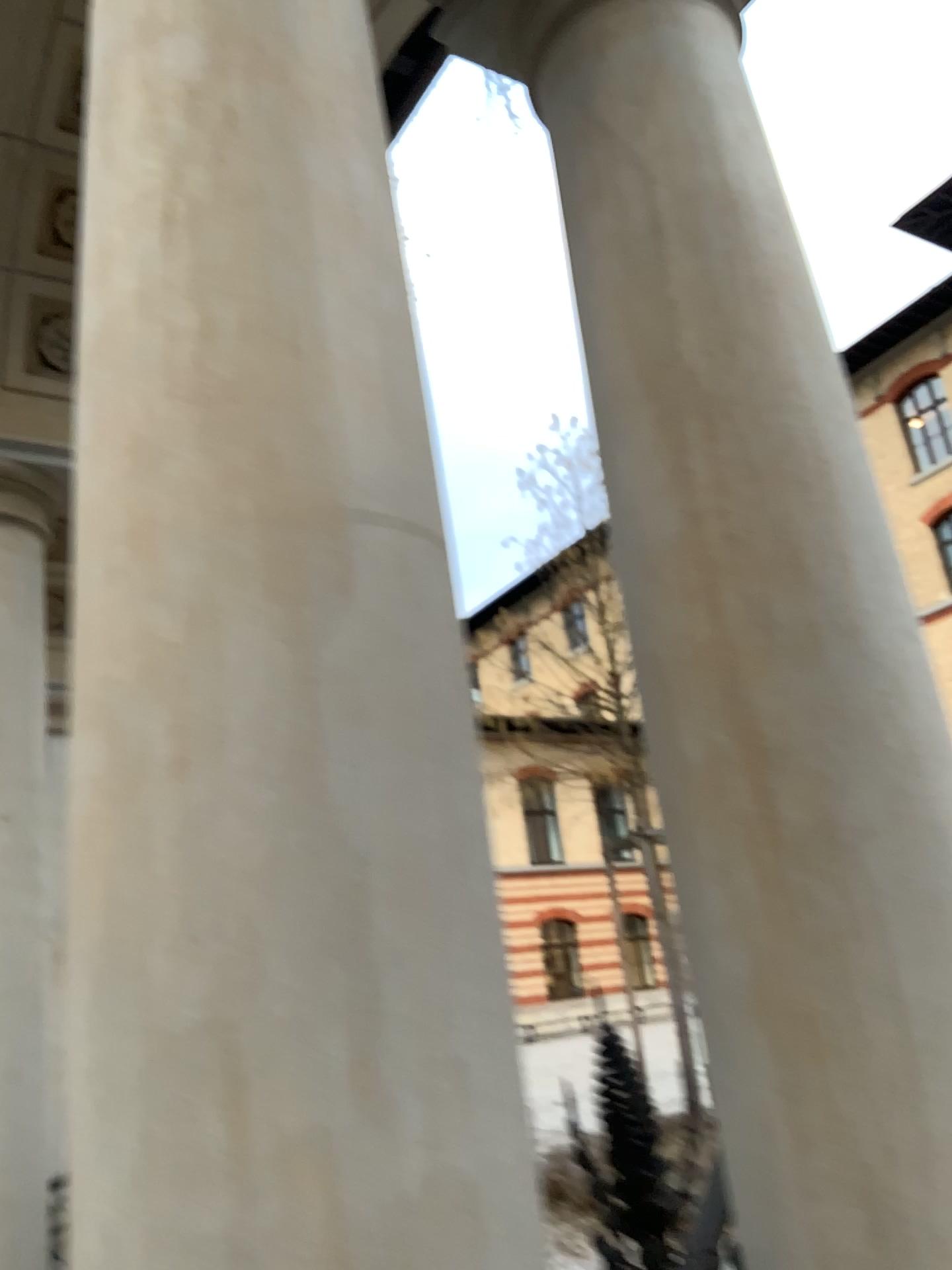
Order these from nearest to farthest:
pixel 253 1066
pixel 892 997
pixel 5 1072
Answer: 1. pixel 253 1066
2. pixel 892 997
3. pixel 5 1072

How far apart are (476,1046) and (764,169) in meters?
1.3 m

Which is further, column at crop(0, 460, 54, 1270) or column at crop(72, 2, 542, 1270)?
column at crop(0, 460, 54, 1270)

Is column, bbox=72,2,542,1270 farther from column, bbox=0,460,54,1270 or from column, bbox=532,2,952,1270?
column, bbox=0,460,54,1270

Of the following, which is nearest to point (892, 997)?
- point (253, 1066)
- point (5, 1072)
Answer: point (253, 1066)

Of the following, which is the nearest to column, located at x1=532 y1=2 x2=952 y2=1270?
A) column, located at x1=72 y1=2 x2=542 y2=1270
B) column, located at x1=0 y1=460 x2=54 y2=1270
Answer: column, located at x1=72 y1=2 x2=542 y2=1270

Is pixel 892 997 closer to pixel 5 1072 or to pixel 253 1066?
pixel 253 1066

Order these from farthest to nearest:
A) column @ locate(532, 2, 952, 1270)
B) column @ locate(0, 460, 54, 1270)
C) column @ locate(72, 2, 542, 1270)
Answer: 1. column @ locate(0, 460, 54, 1270)
2. column @ locate(532, 2, 952, 1270)
3. column @ locate(72, 2, 542, 1270)

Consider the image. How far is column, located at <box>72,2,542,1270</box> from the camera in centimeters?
78cm
